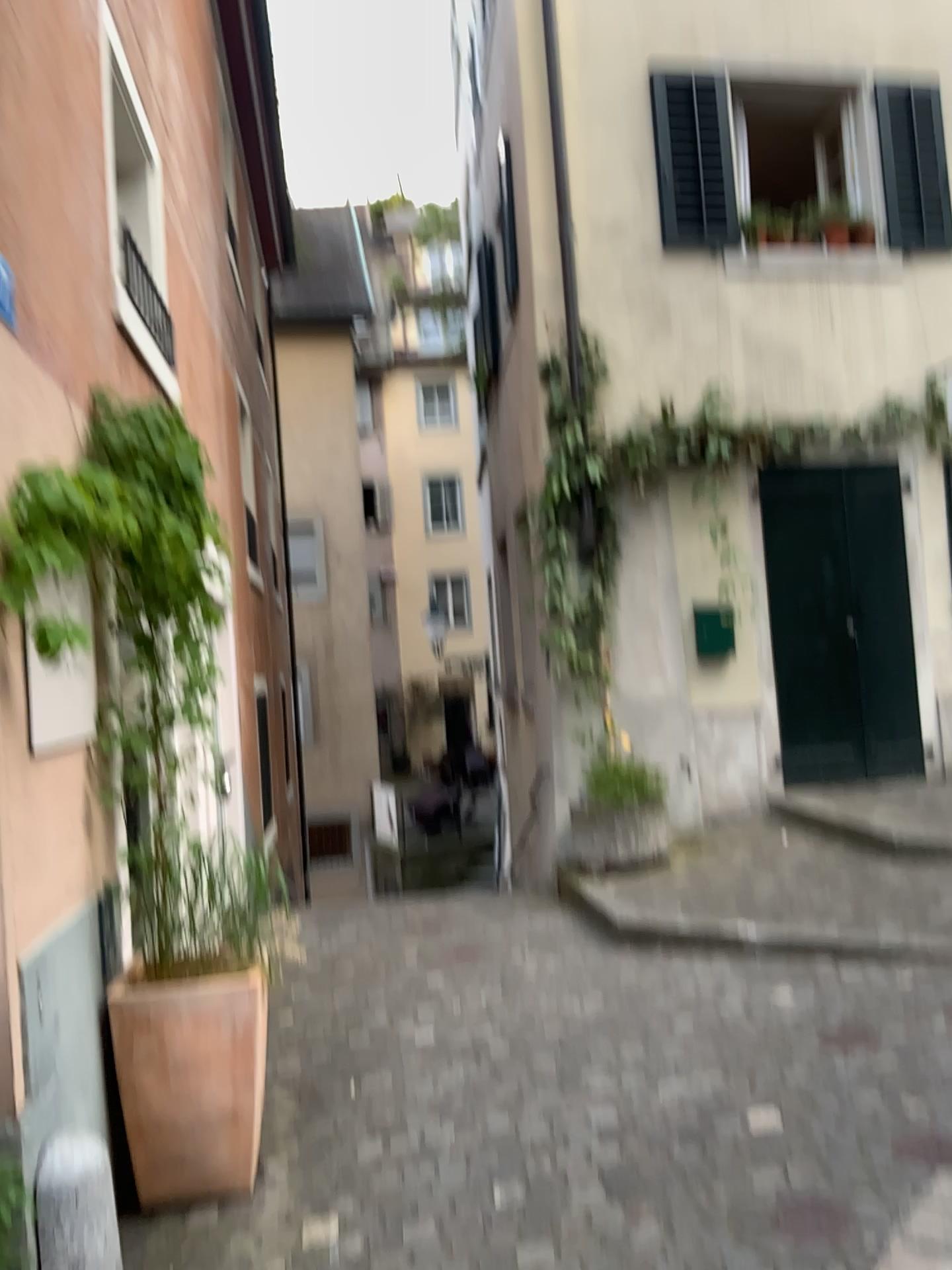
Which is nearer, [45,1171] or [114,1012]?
[45,1171]

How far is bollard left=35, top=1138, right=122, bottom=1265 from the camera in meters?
2.3

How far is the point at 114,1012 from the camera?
3.0m

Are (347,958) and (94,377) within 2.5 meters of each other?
no

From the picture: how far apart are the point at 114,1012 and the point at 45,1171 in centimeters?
75cm

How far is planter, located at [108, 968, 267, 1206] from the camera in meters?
3.0 m

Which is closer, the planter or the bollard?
the bollard

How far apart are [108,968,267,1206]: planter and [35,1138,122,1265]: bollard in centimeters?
52cm
